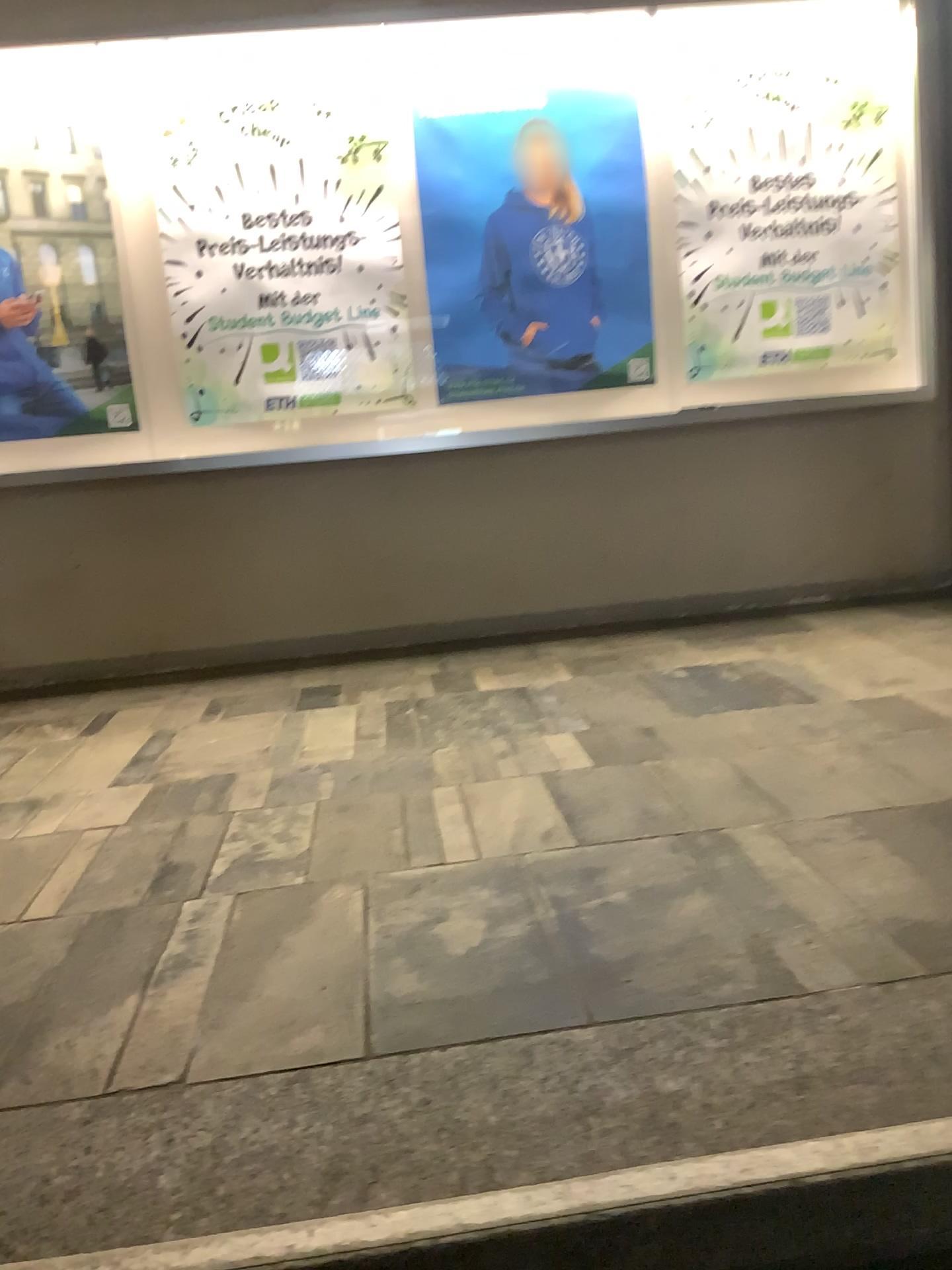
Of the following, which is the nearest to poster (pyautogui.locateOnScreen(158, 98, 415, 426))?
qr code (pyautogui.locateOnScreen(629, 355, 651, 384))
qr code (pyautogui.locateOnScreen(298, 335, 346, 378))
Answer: qr code (pyautogui.locateOnScreen(298, 335, 346, 378))

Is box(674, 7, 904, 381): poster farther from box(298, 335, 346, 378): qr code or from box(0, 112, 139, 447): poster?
box(0, 112, 139, 447): poster

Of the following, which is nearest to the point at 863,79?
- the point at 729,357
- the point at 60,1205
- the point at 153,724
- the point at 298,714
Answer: the point at 729,357

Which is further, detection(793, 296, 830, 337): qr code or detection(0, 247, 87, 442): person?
detection(793, 296, 830, 337): qr code

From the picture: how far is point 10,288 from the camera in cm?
374

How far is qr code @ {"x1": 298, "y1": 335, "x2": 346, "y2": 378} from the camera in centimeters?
386cm

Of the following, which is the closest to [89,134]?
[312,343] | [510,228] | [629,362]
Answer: [312,343]

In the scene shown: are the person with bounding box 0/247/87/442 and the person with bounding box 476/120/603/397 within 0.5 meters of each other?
no

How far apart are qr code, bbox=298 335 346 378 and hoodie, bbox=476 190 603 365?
0.6m

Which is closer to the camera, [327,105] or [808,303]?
[327,105]
